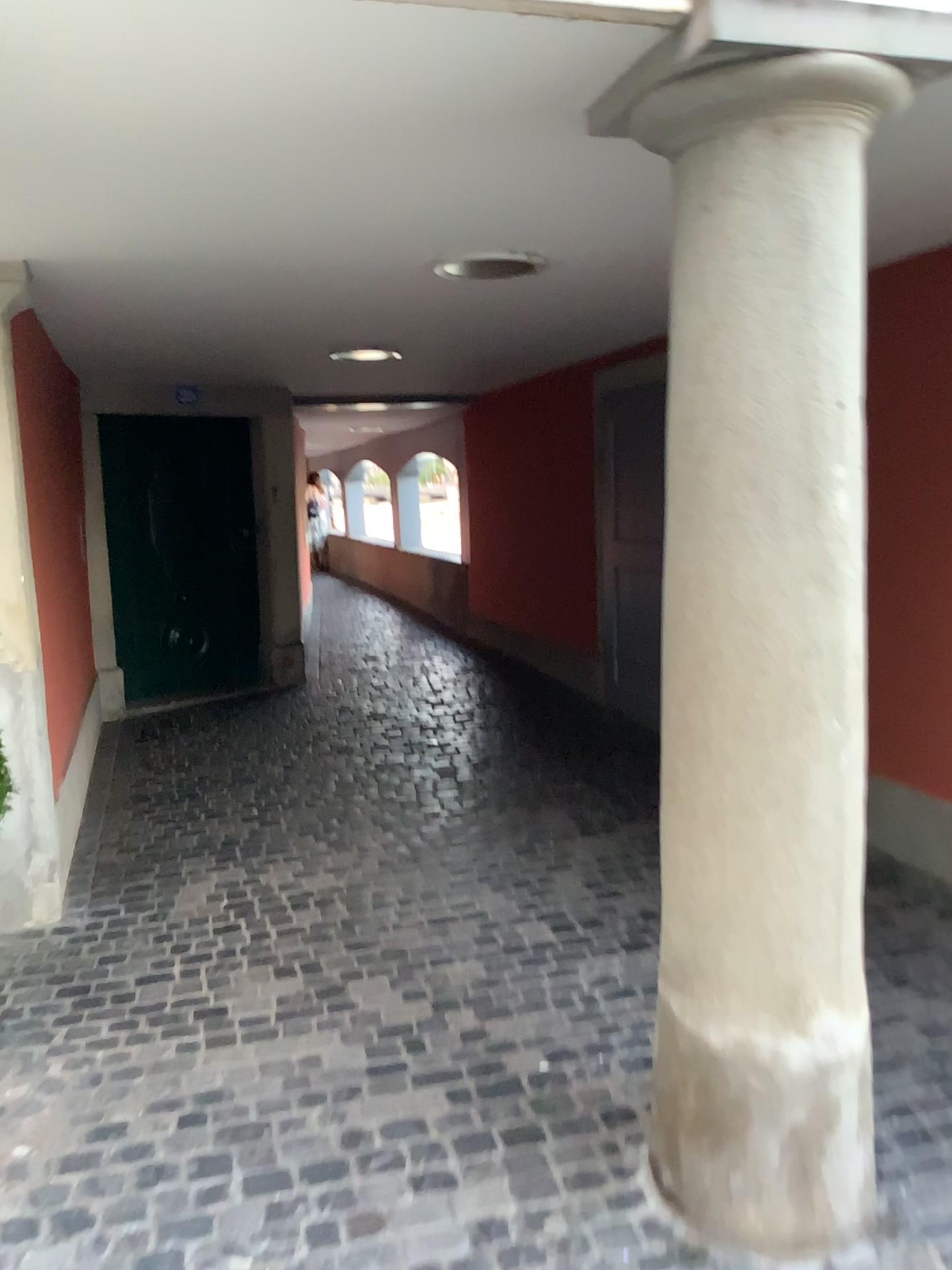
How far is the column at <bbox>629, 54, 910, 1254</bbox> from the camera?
1.8 meters

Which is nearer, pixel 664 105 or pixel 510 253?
pixel 664 105

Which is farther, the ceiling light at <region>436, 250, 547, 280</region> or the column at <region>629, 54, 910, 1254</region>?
the ceiling light at <region>436, 250, 547, 280</region>

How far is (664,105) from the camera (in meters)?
1.82

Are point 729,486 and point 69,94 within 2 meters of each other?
yes
